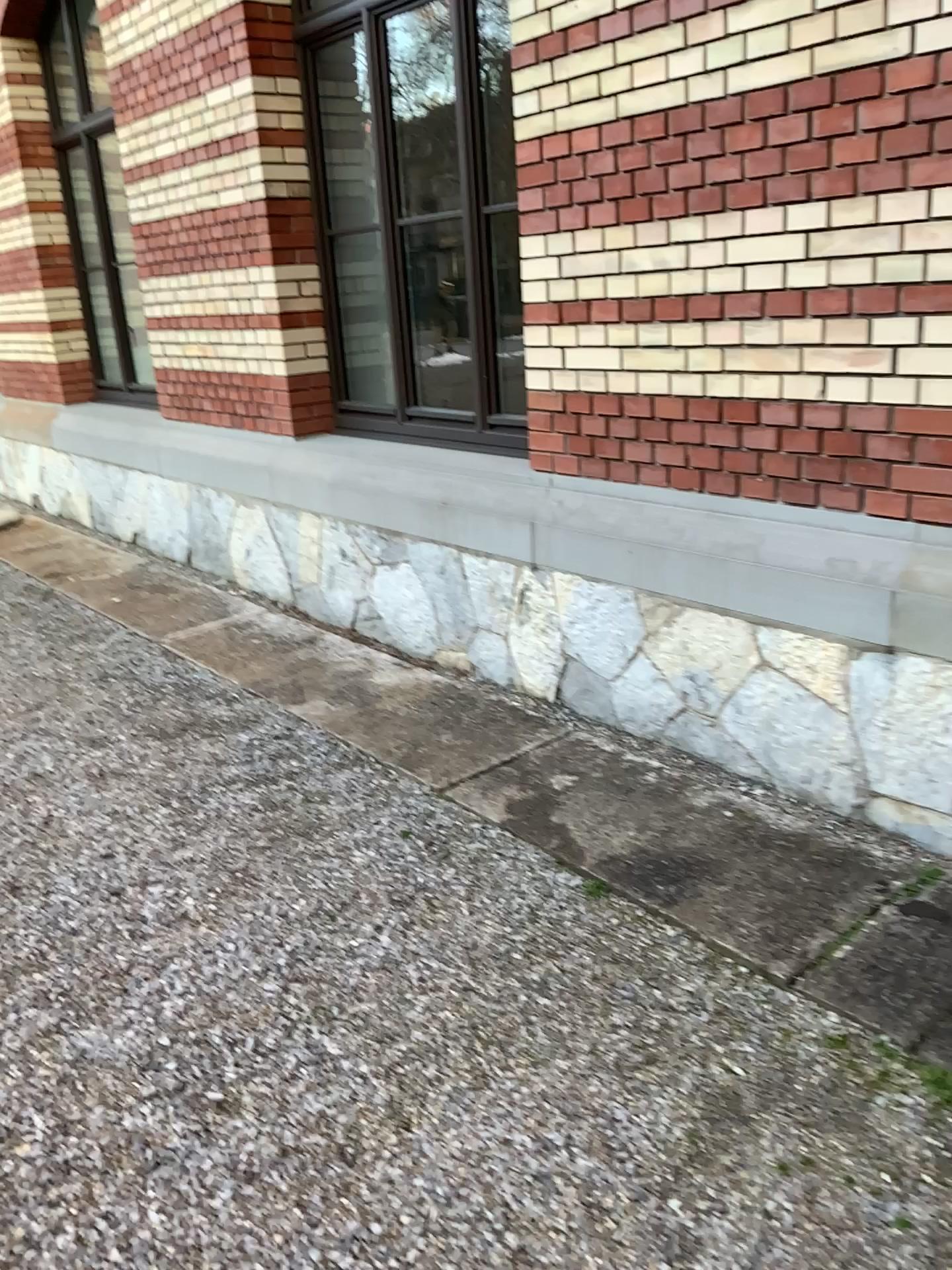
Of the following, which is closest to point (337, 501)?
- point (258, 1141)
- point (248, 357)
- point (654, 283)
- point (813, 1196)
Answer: point (248, 357)
